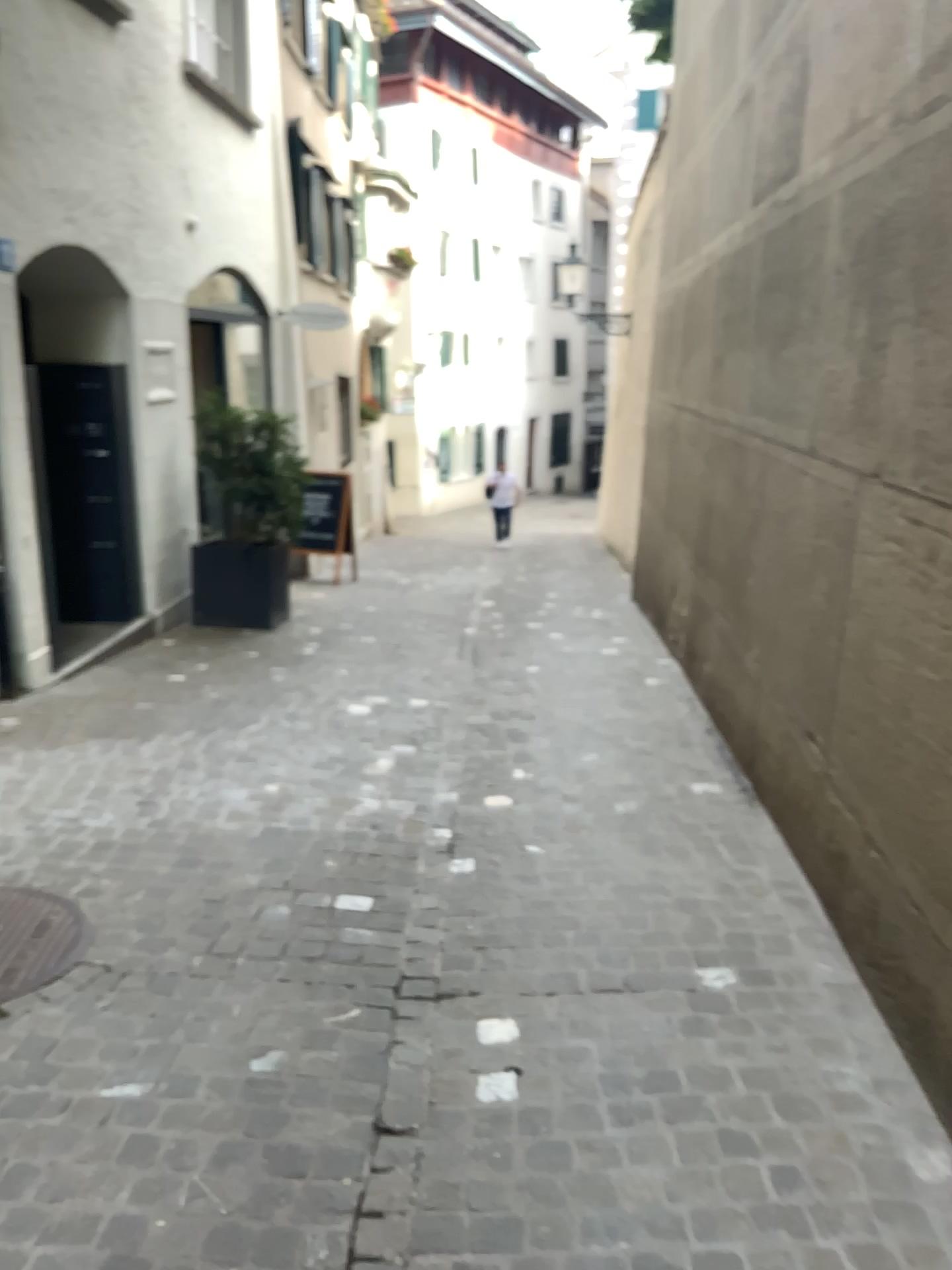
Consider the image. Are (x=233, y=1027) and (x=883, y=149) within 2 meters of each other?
no
